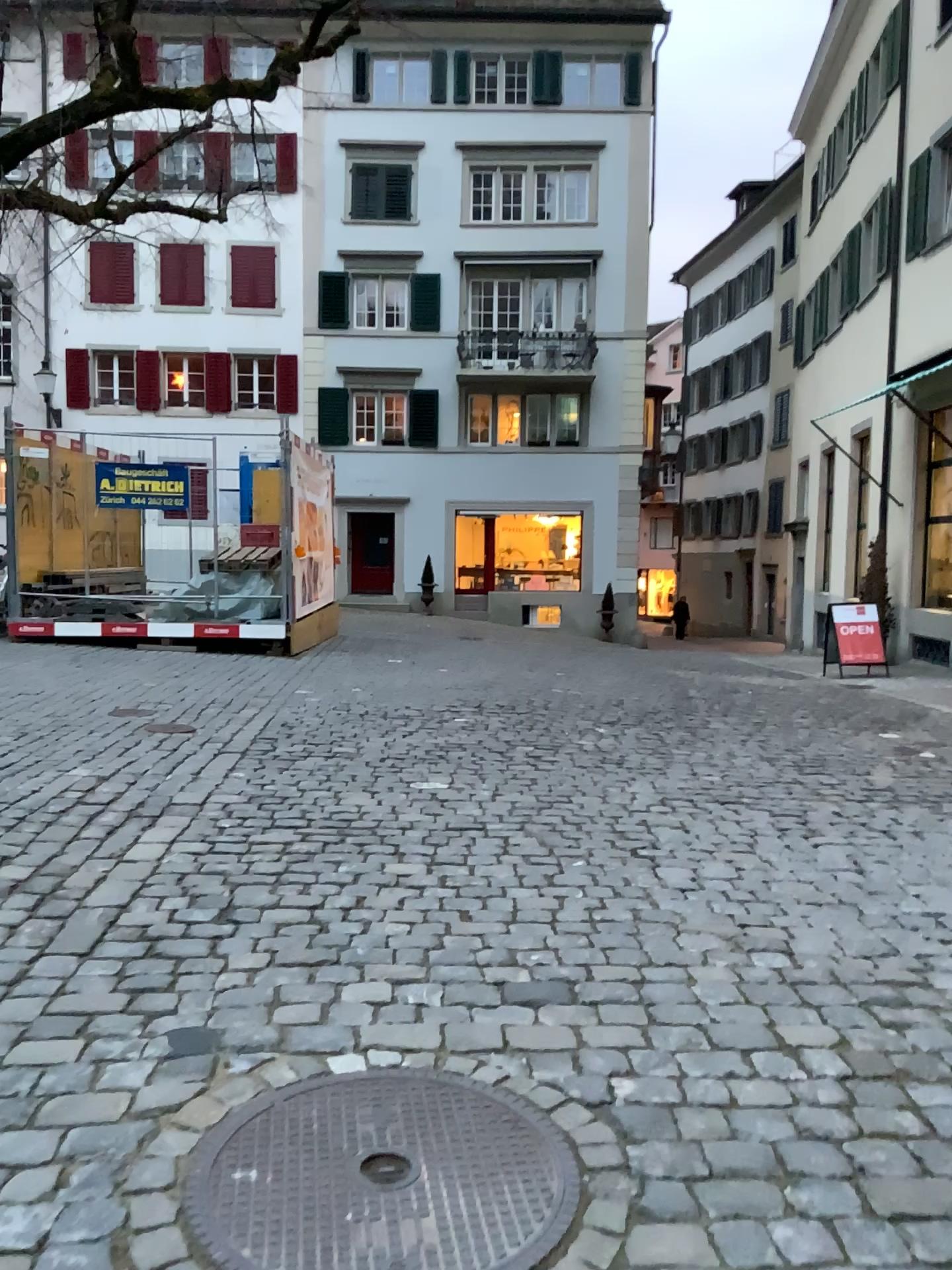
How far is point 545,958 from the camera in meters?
3.1 m
